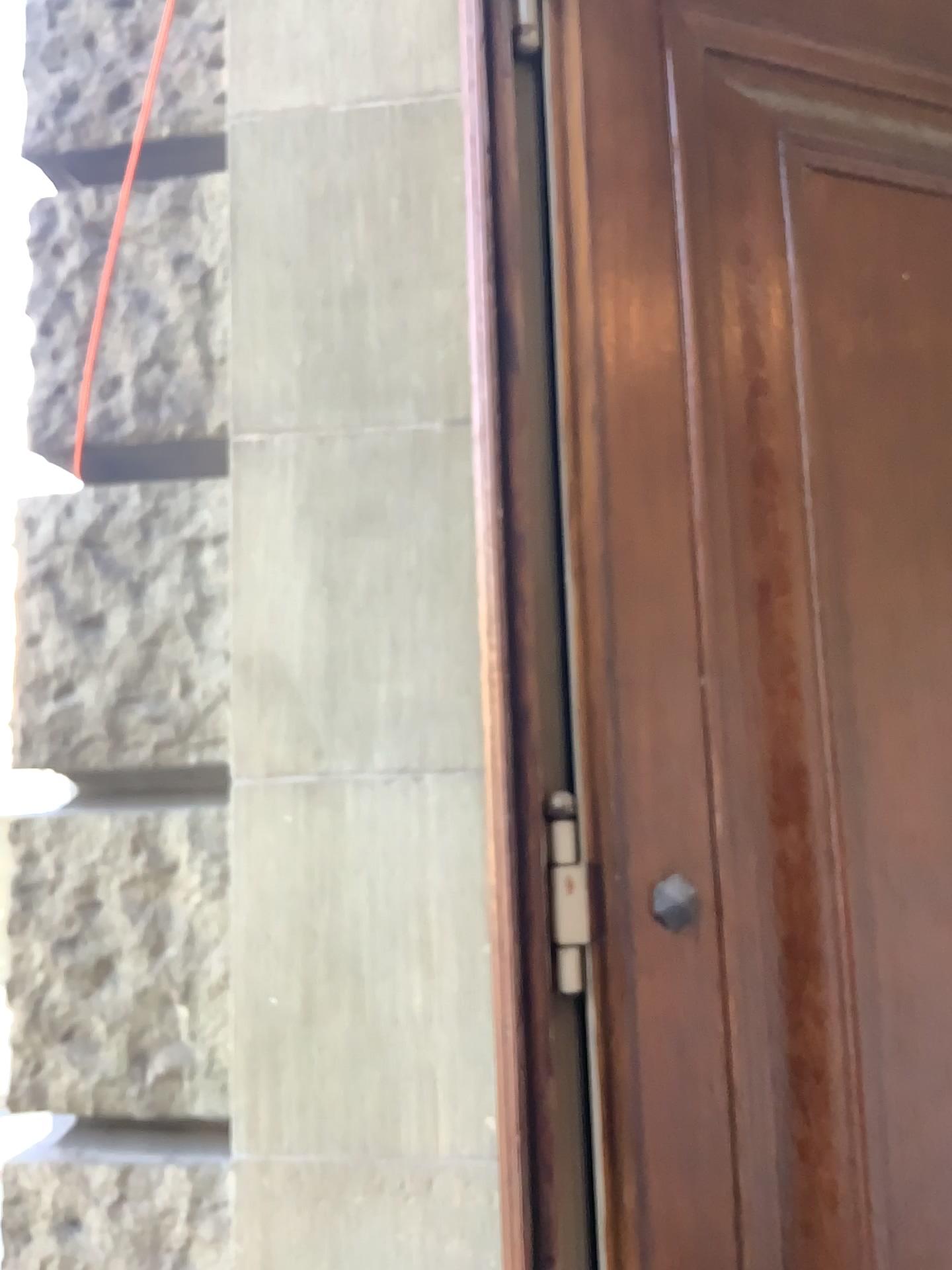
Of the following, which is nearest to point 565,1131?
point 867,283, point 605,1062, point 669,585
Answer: point 605,1062

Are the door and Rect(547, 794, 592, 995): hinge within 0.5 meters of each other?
yes

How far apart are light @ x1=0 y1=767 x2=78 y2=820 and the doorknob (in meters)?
0.94

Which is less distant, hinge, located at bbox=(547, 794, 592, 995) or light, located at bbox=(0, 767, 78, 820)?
hinge, located at bbox=(547, 794, 592, 995)

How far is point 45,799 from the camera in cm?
166

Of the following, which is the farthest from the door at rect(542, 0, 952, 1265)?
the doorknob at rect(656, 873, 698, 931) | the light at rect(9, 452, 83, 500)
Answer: the light at rect(9, 452, 83, 500)

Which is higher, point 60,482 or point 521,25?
point 521,25

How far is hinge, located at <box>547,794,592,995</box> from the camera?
1.28m

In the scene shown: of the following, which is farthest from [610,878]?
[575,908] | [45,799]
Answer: [45,799]

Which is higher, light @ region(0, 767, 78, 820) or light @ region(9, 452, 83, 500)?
light @ region(9, 452, 83, 500)
